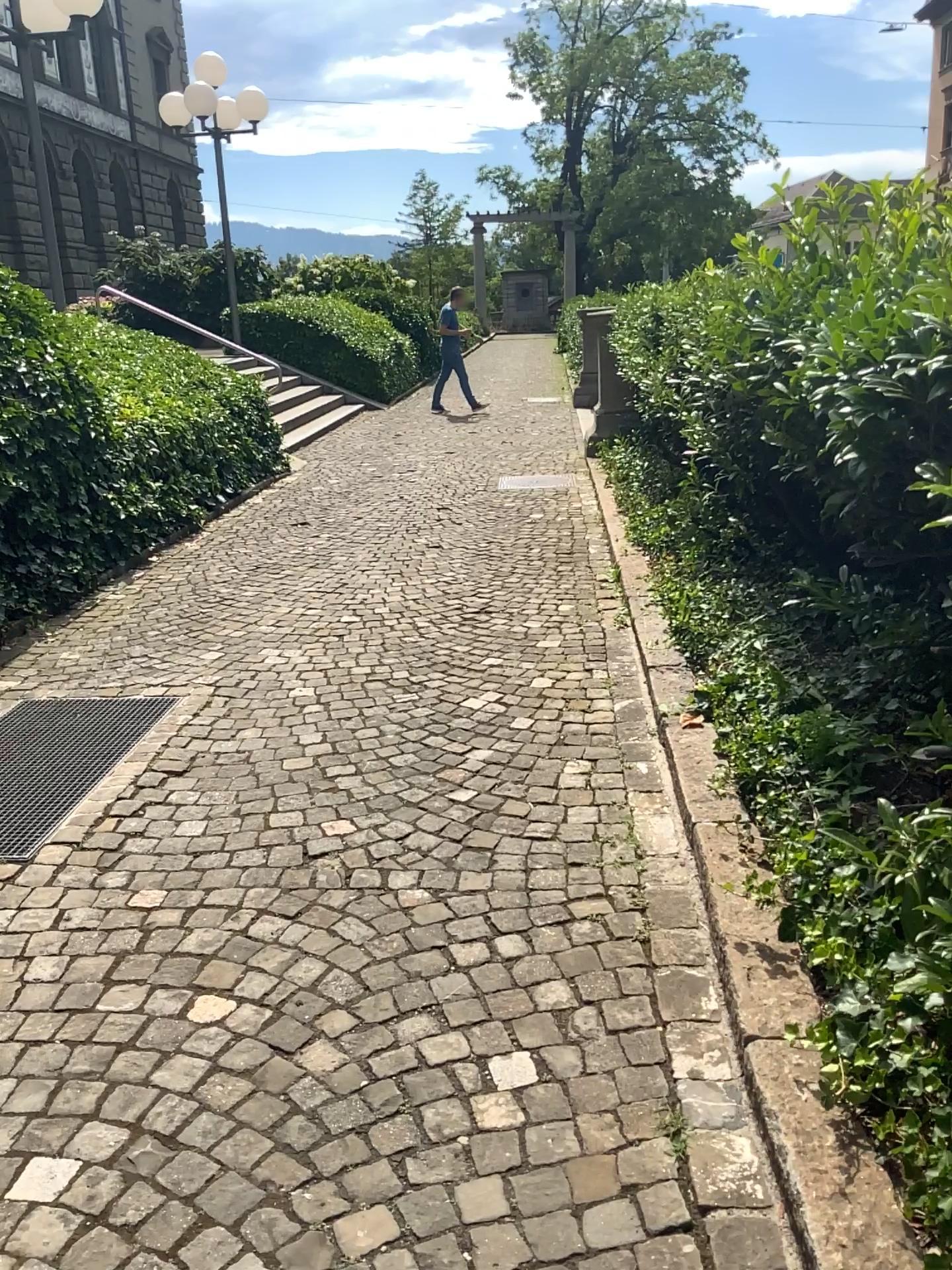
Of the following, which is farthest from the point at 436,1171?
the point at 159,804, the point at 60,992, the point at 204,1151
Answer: the point at 159,804
